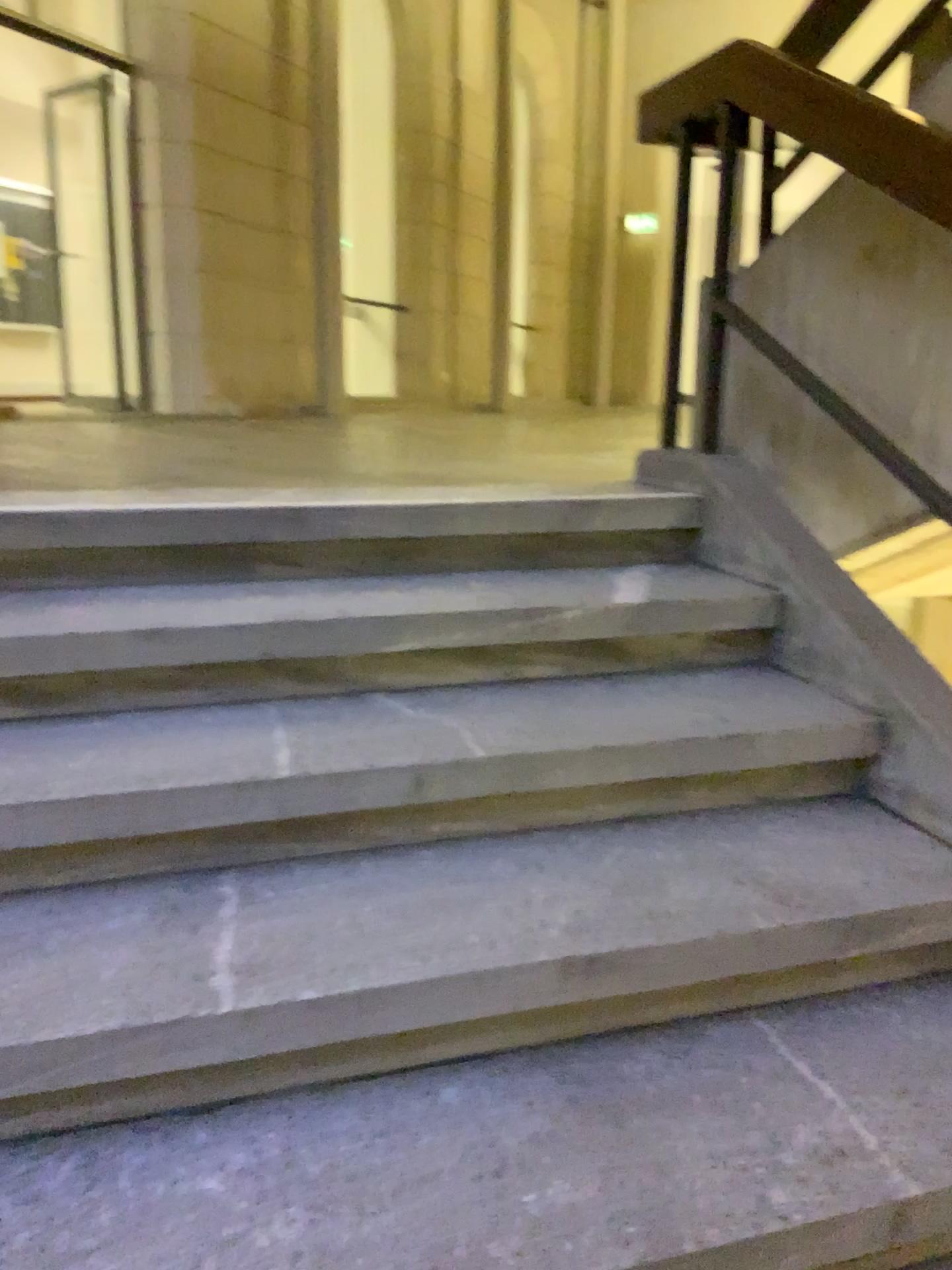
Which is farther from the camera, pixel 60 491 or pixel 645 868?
pixel 60 491

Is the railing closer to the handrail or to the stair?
the handrail

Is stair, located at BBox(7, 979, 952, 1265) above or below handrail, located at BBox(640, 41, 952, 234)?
below

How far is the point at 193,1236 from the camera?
1.09m

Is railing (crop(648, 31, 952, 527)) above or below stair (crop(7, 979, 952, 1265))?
above

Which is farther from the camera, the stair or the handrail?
the handrail

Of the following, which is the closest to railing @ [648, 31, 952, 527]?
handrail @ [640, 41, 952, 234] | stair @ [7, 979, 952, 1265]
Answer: handrail @ [640, 41, 952, 234]

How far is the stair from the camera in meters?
1.1

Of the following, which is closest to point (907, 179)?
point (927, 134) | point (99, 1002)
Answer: point (927, 134)

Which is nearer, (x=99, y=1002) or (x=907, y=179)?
(x=99, y=1002)
